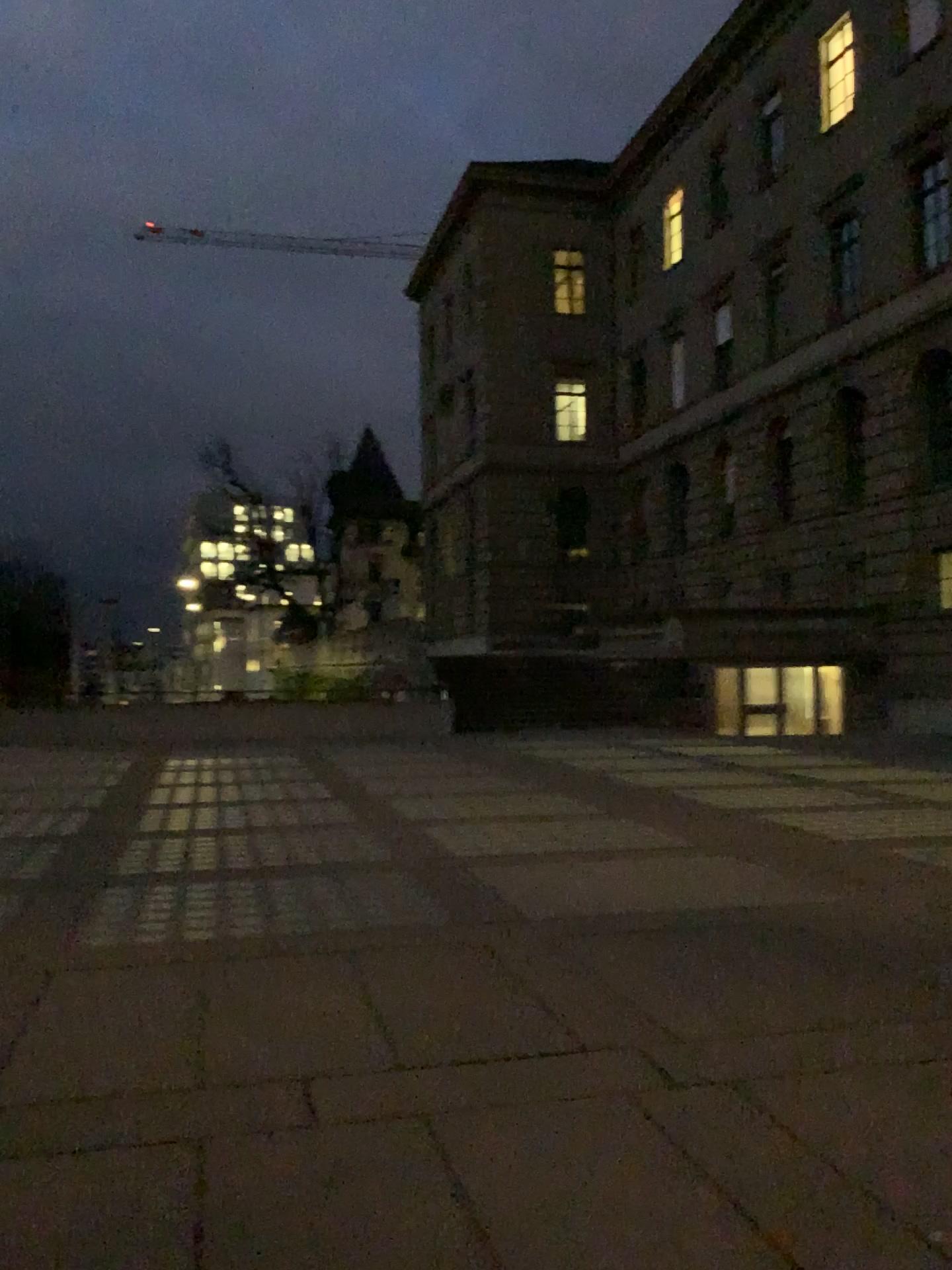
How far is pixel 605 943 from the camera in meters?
5.5 m
